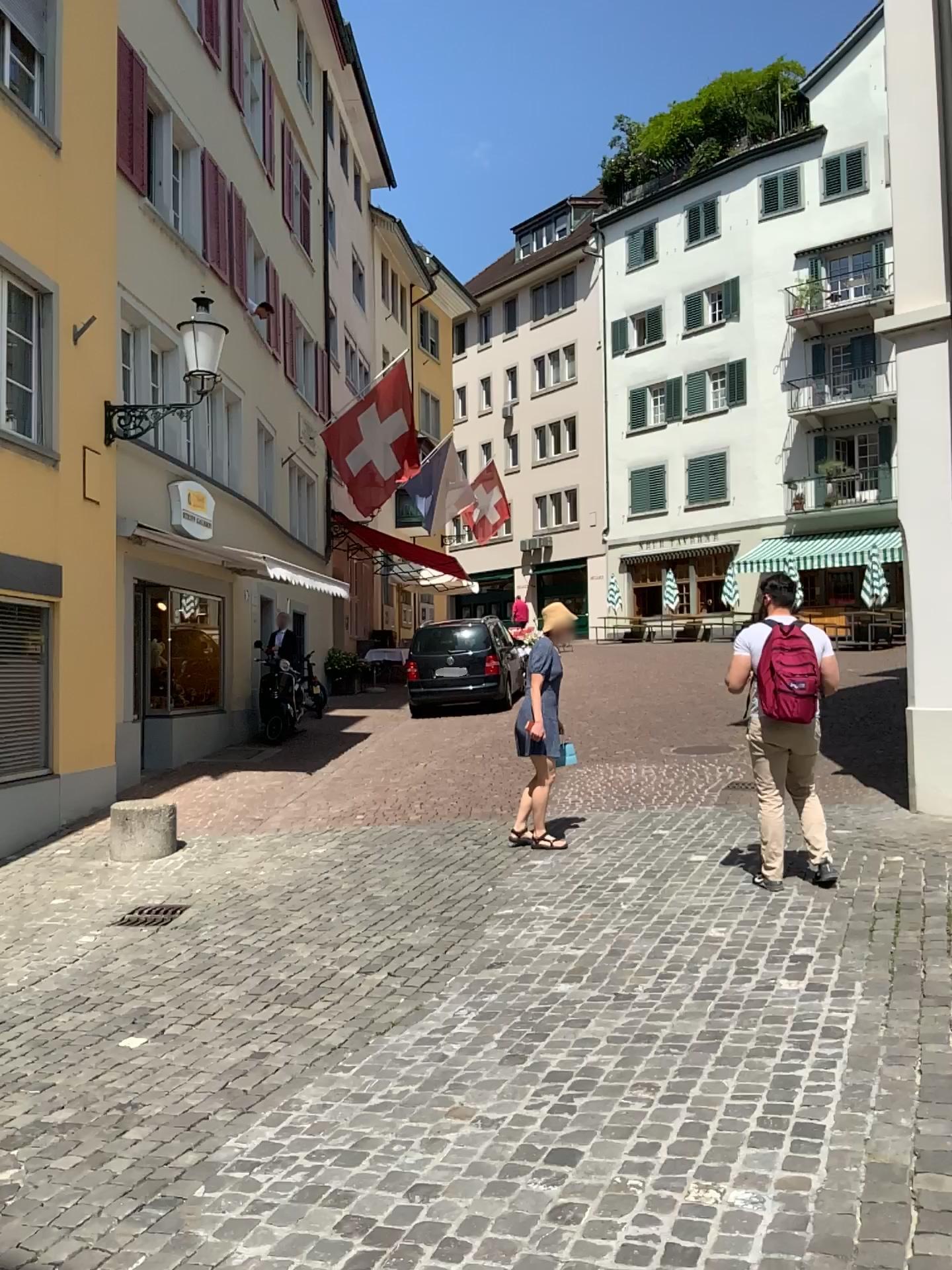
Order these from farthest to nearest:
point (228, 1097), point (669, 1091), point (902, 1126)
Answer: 1. point (228, 1097)
2. point (669, 1091)
3. point (902, 1126)
